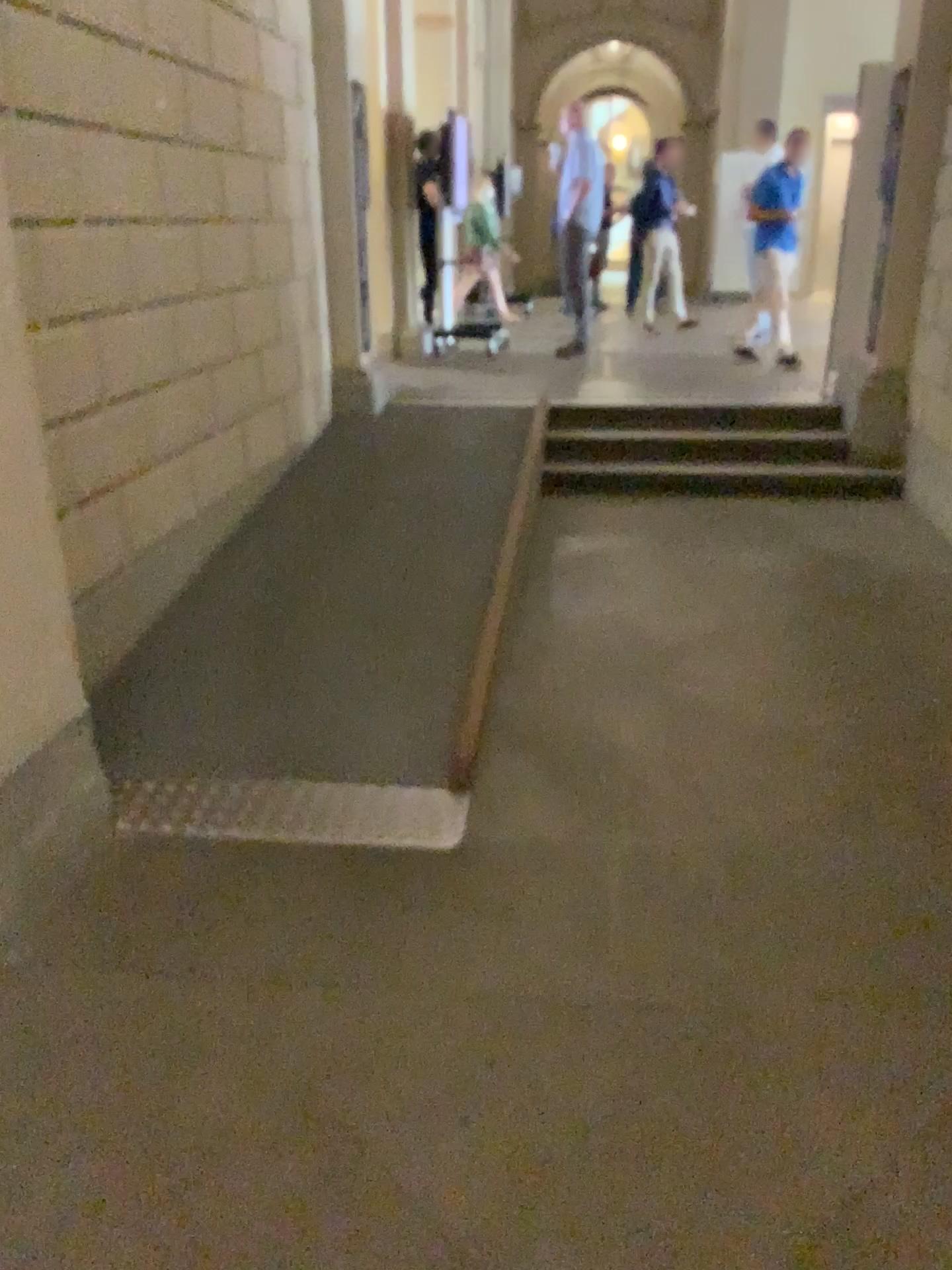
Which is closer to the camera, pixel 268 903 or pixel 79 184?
pixel 268 903
